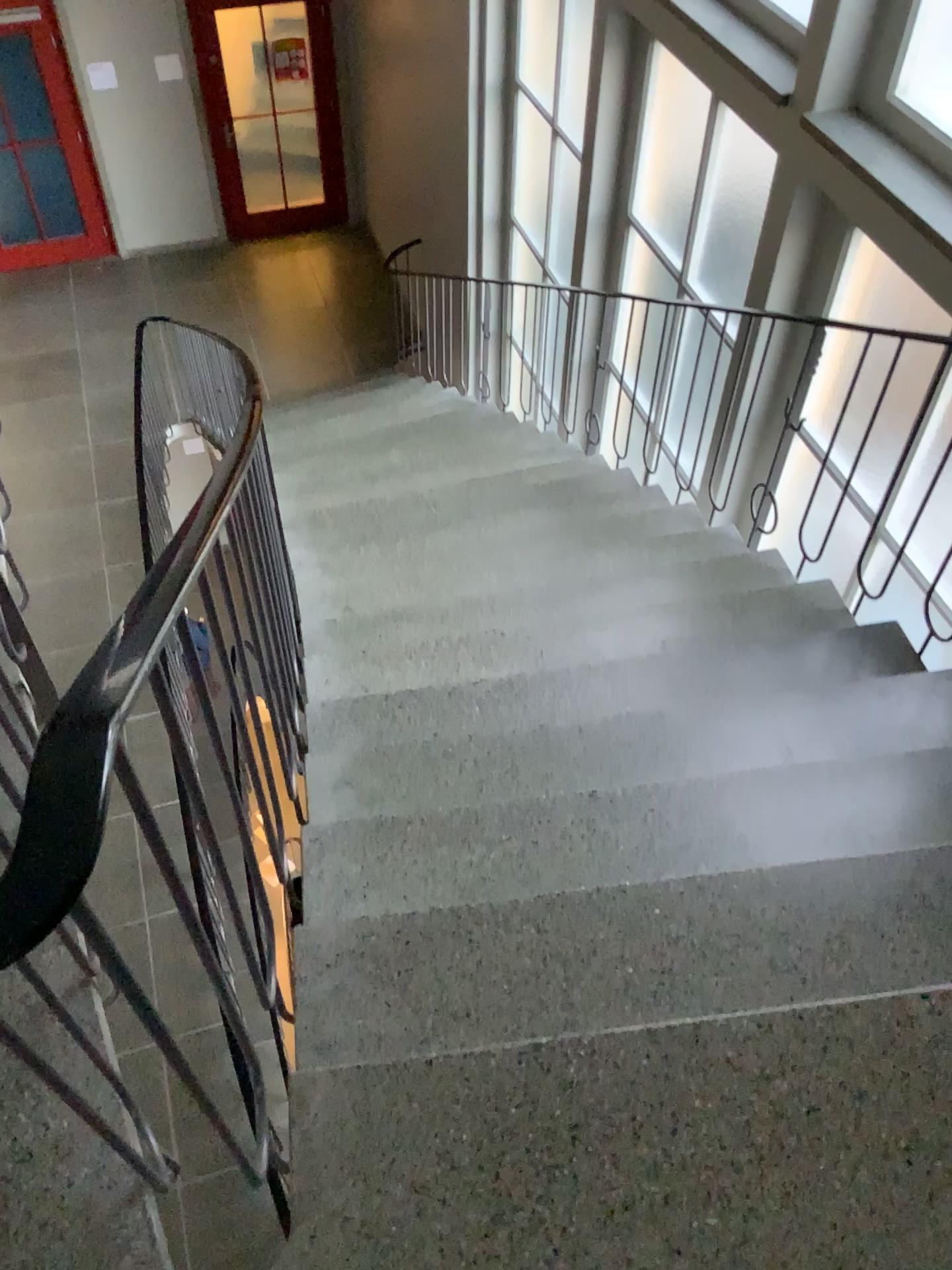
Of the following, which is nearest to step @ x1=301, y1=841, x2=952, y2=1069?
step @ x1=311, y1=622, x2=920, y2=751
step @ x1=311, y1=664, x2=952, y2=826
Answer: step @ x1=311, y1=664, x2=952, y2=826

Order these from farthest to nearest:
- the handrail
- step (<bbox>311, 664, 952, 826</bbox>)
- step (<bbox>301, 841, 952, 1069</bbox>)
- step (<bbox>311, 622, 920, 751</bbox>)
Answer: step (<bbox>311, 622, 920, 751</bbox>)
step (<bbox>311, 664, 952, 826</bbox>)
step (<bbox>301, 841, 952, 1069</bbox>)
the handrail

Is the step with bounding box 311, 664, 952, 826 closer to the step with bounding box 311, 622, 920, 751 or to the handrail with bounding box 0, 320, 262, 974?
the step with bounding box 311, 622, 920, 751

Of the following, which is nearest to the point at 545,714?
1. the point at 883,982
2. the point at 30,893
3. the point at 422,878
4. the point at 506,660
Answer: the point at 506,660

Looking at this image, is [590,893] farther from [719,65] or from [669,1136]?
[719,65]

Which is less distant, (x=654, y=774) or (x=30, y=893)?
(x=30, y=893)

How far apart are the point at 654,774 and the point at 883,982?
0.7m

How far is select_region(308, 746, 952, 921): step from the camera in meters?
1.9 m

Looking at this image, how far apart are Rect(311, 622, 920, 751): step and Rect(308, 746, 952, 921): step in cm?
36

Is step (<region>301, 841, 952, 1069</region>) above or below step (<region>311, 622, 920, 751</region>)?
above
